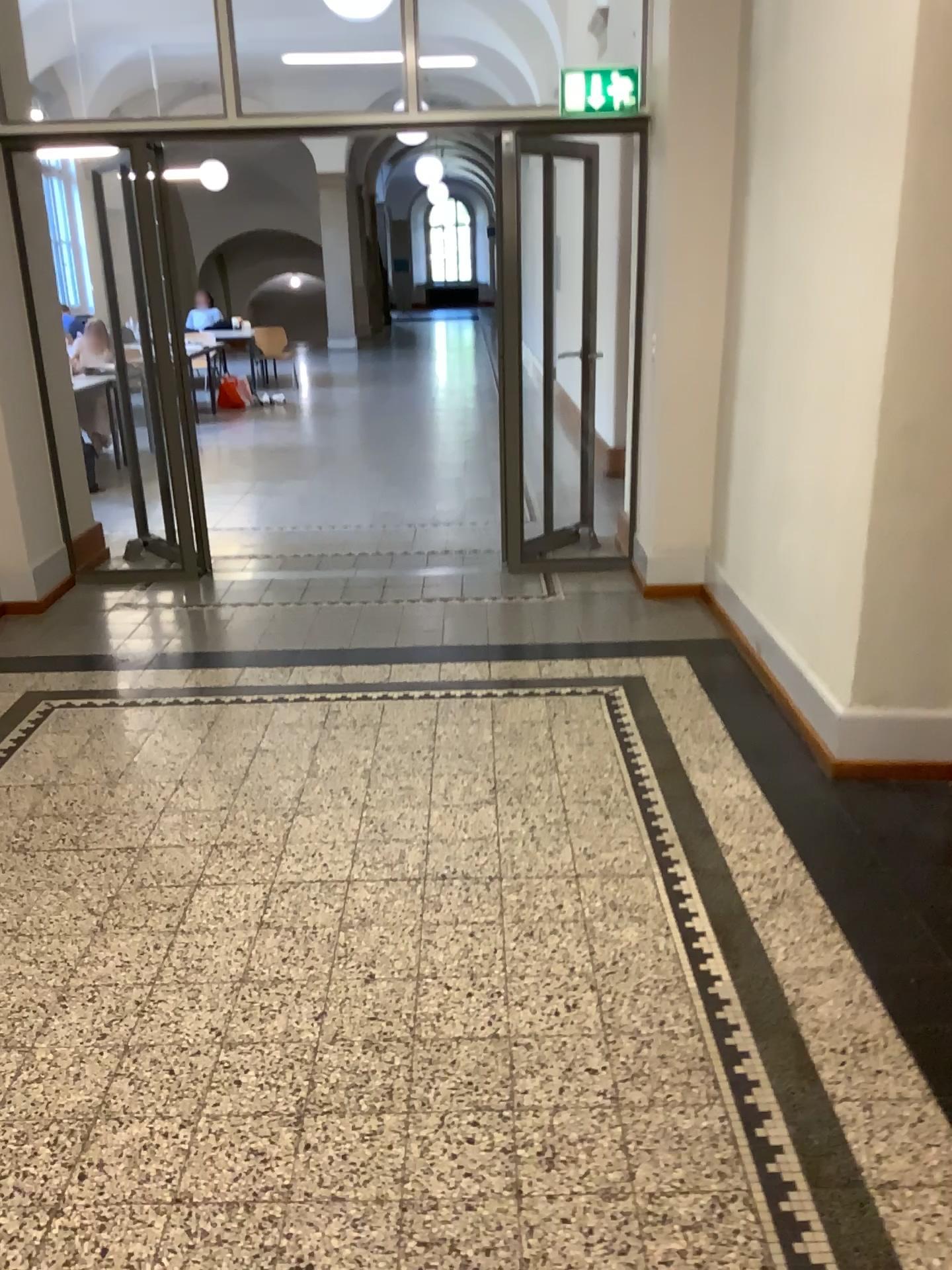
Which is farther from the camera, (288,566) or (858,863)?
(288,566)
